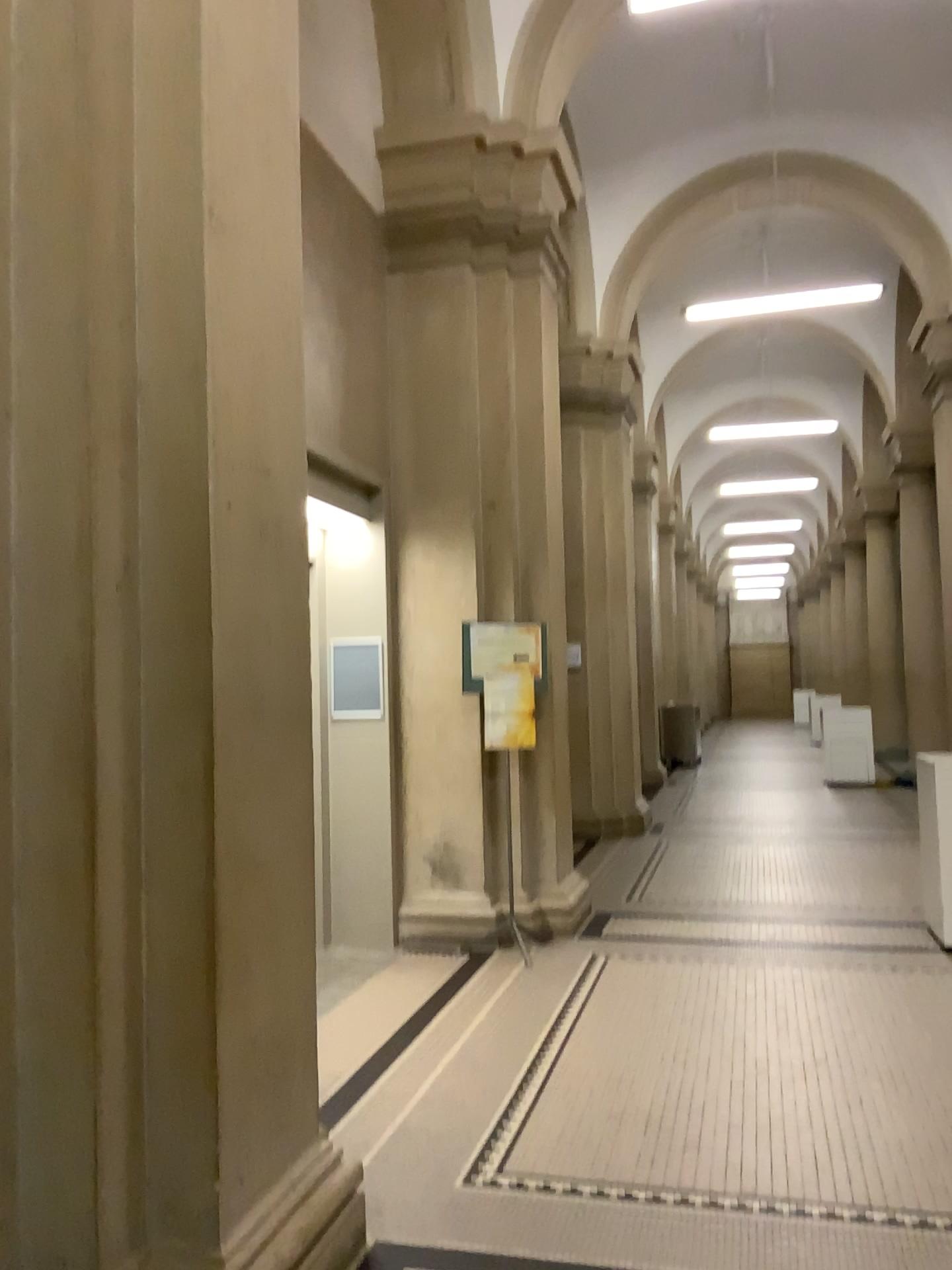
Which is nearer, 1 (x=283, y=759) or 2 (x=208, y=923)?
2 (x=208, y=923)

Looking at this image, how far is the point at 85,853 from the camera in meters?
2.2

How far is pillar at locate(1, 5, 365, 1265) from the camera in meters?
2.2 m
